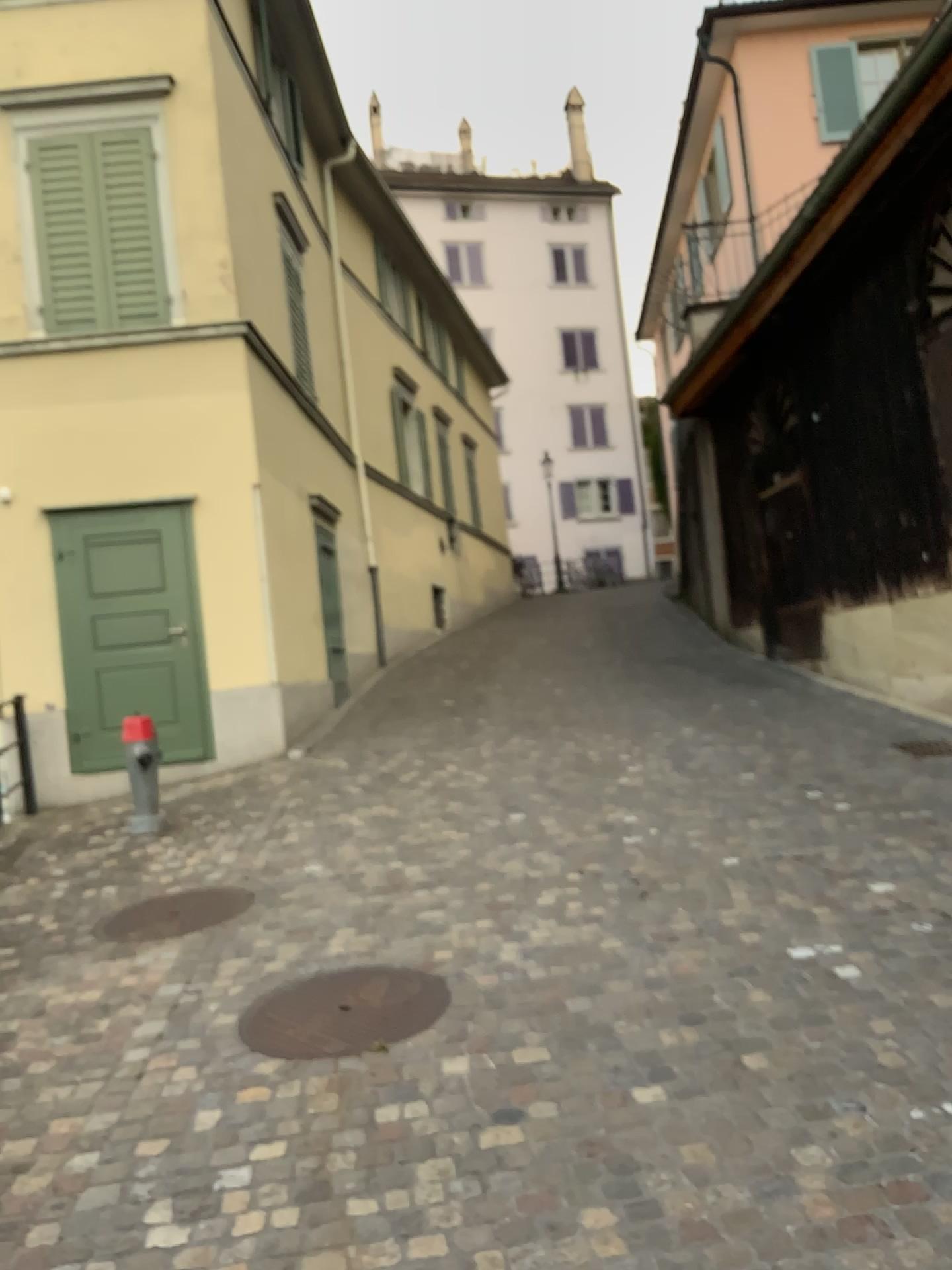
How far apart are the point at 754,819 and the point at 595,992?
2.3m

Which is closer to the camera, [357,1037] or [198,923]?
[357,1037]

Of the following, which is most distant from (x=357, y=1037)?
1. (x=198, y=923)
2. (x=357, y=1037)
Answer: (x=198, y=923)

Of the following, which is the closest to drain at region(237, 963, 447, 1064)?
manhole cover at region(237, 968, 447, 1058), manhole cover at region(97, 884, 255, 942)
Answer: manhole cover at region(237, 968, 447, 1058)

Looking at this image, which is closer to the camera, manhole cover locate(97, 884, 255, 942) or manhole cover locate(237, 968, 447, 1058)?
manhole cover locate(237, 968, 447, 1058)

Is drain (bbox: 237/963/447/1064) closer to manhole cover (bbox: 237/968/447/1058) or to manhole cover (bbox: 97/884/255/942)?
manhole cover (bbox: 237/968/447/1058)

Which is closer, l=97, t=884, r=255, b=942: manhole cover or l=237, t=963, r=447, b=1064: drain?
l=237, t=963, r=447, b=1064: drain

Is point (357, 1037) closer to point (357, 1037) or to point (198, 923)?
point (357, 1037)
